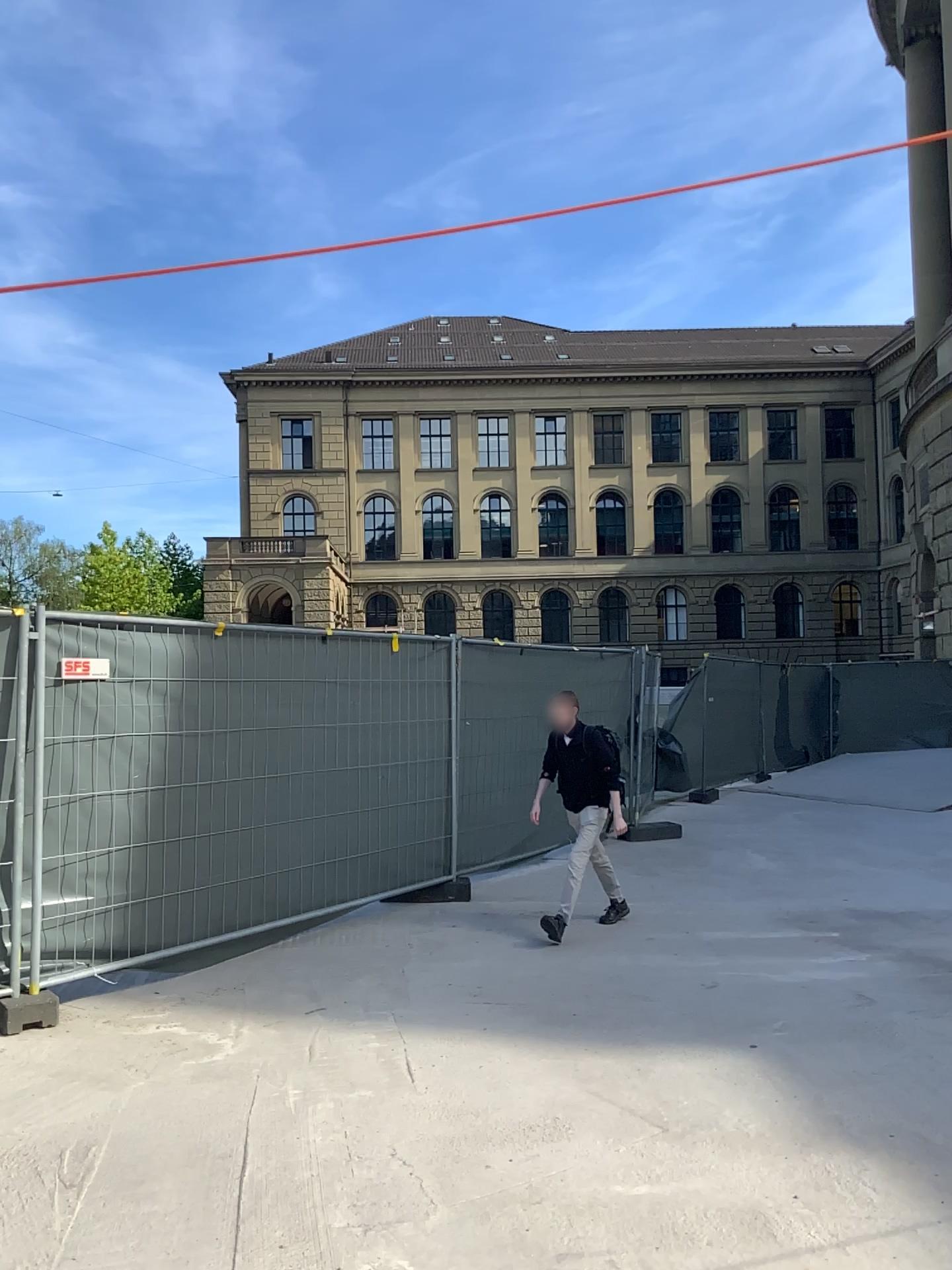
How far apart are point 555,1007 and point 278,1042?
1.3 meters
